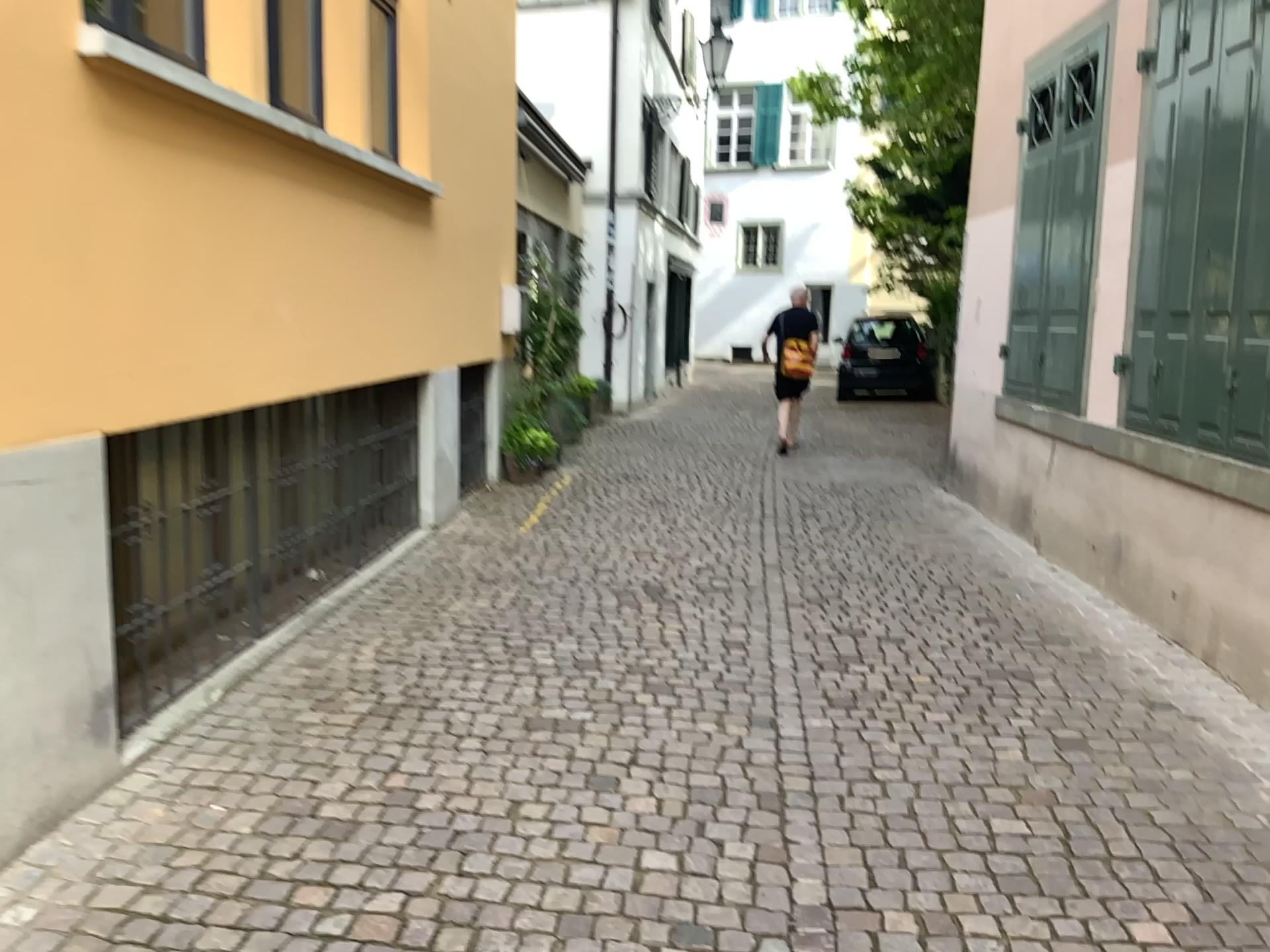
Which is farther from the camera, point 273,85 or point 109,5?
point 273,85

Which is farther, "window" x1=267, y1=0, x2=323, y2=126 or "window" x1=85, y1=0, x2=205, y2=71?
"window" x1=267, y1=0, x2=323, y2=126

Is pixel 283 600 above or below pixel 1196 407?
below
